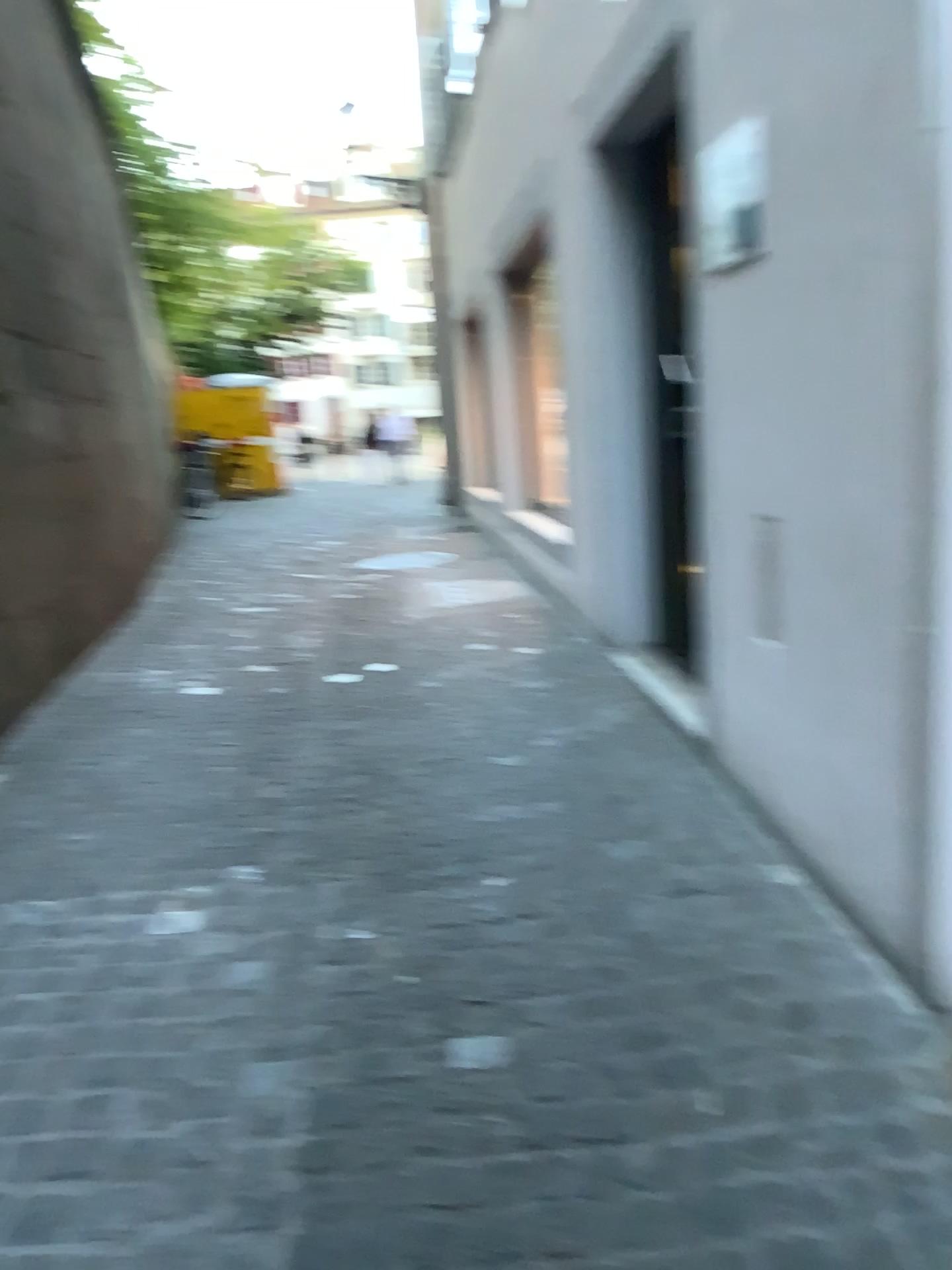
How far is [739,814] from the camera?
2.9m
